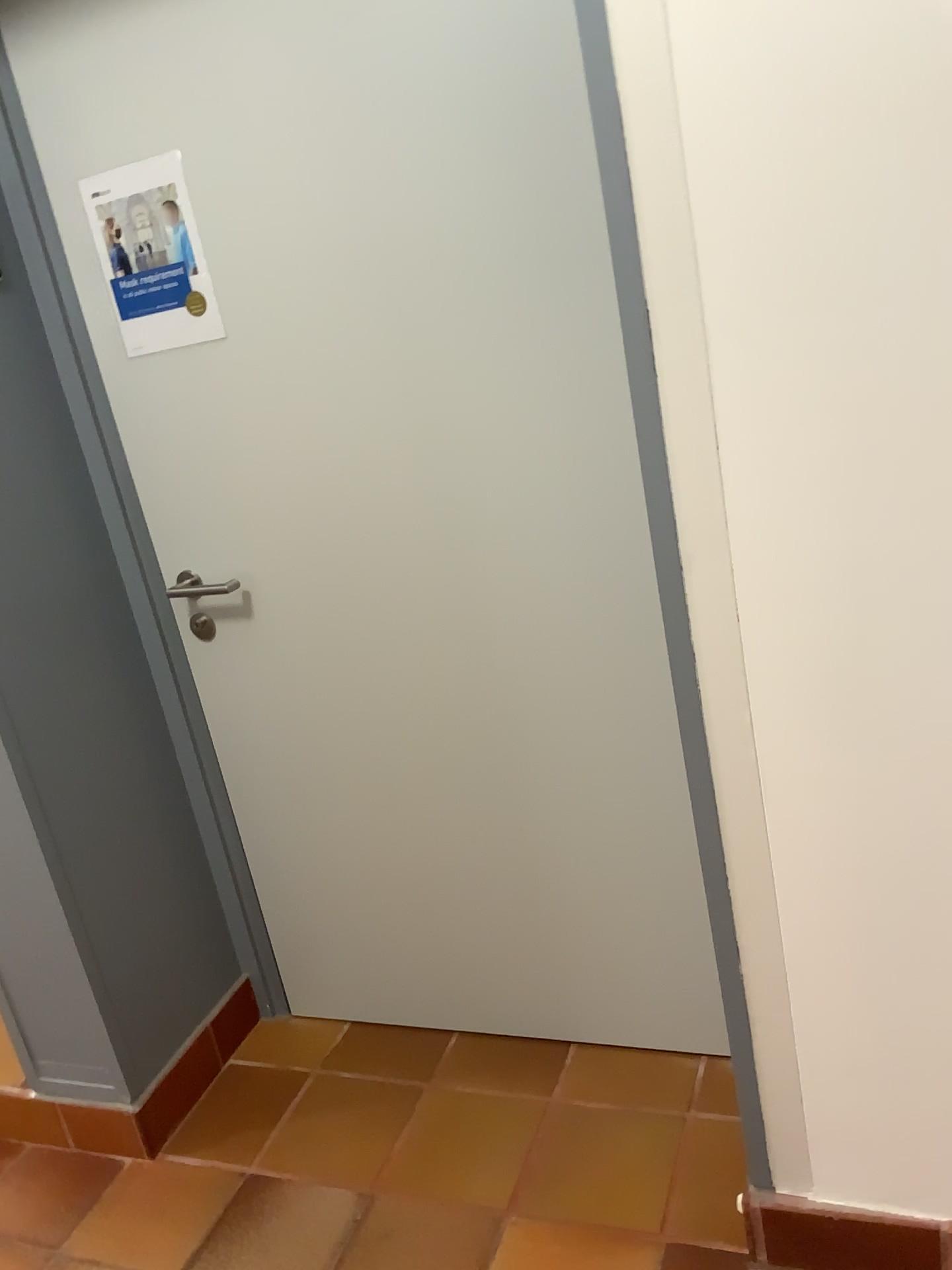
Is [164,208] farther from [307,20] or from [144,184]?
[307,20]

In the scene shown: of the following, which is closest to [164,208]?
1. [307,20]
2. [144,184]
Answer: [144,184]

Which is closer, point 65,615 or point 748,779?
point 748,779

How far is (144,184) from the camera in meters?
1.7 m

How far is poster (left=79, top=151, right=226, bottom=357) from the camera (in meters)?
1.74
